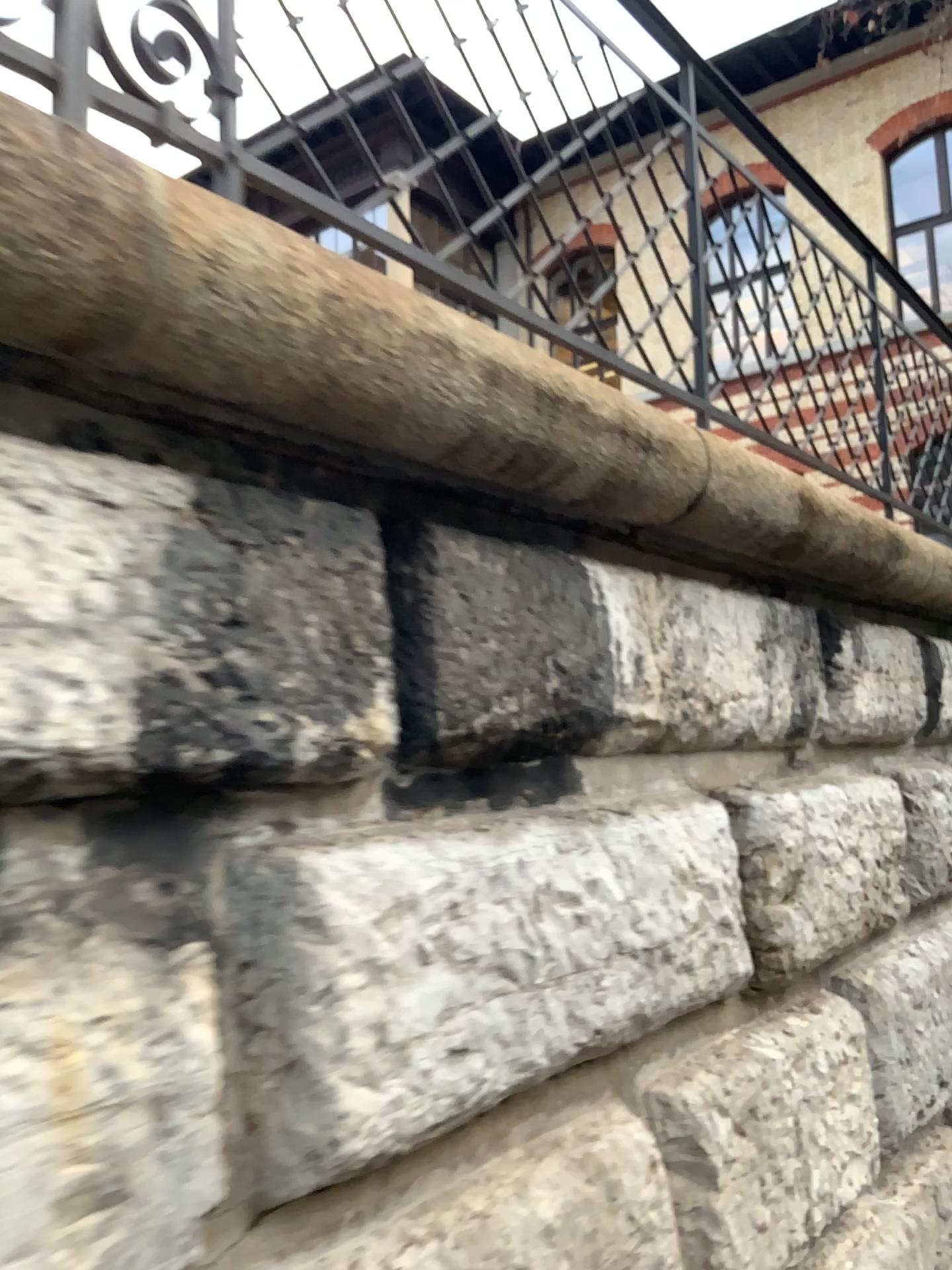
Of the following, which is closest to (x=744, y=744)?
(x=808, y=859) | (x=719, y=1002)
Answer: (x=808, y=859)
